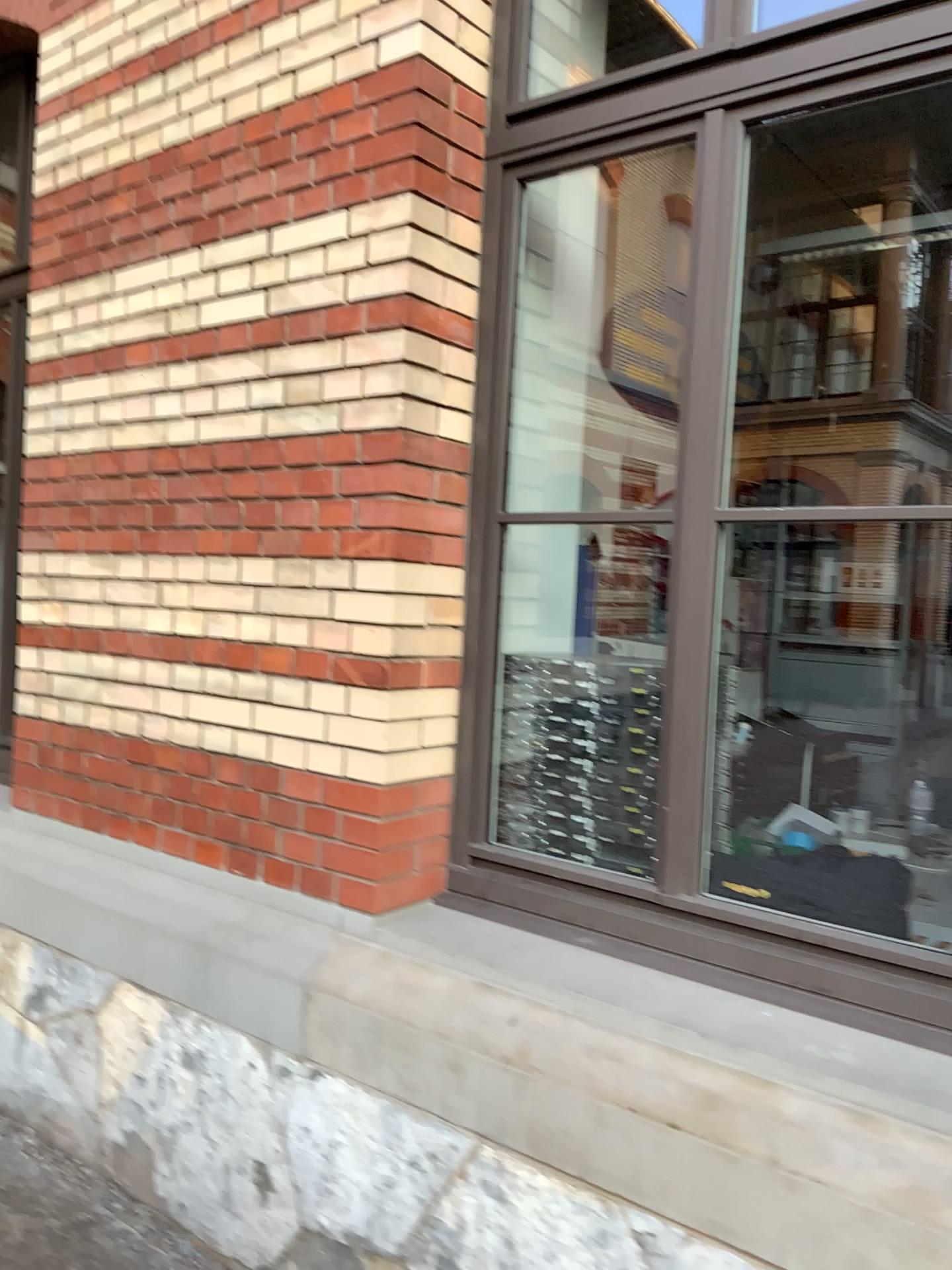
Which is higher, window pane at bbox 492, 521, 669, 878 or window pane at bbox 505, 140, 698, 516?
window pane at bbox 505, 140, 698, 516

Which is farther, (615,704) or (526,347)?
(526,347)

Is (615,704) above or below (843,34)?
below

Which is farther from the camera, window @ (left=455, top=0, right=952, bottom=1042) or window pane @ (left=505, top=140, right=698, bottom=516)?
window pane @ (left=505, top=140, right=698, bottom=516)

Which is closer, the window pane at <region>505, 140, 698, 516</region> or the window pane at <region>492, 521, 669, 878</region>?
the window pane at <region>492, 521, 669, 878</region>

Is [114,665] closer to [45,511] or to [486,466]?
[45,511]

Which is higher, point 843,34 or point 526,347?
point 843,34
